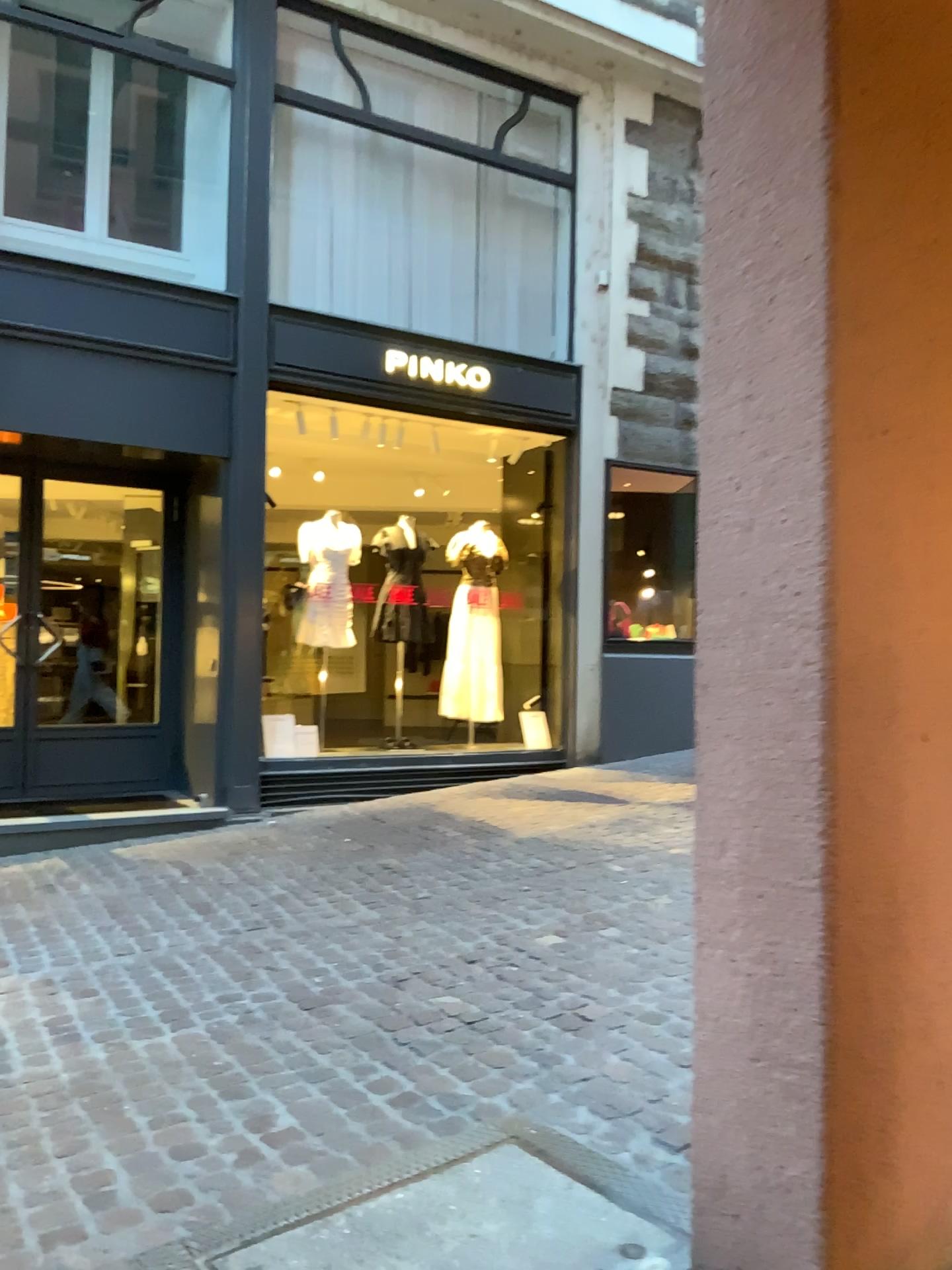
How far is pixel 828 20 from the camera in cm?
173

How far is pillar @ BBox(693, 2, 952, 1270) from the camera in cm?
173

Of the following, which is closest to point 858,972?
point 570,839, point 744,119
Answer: point 744,119
